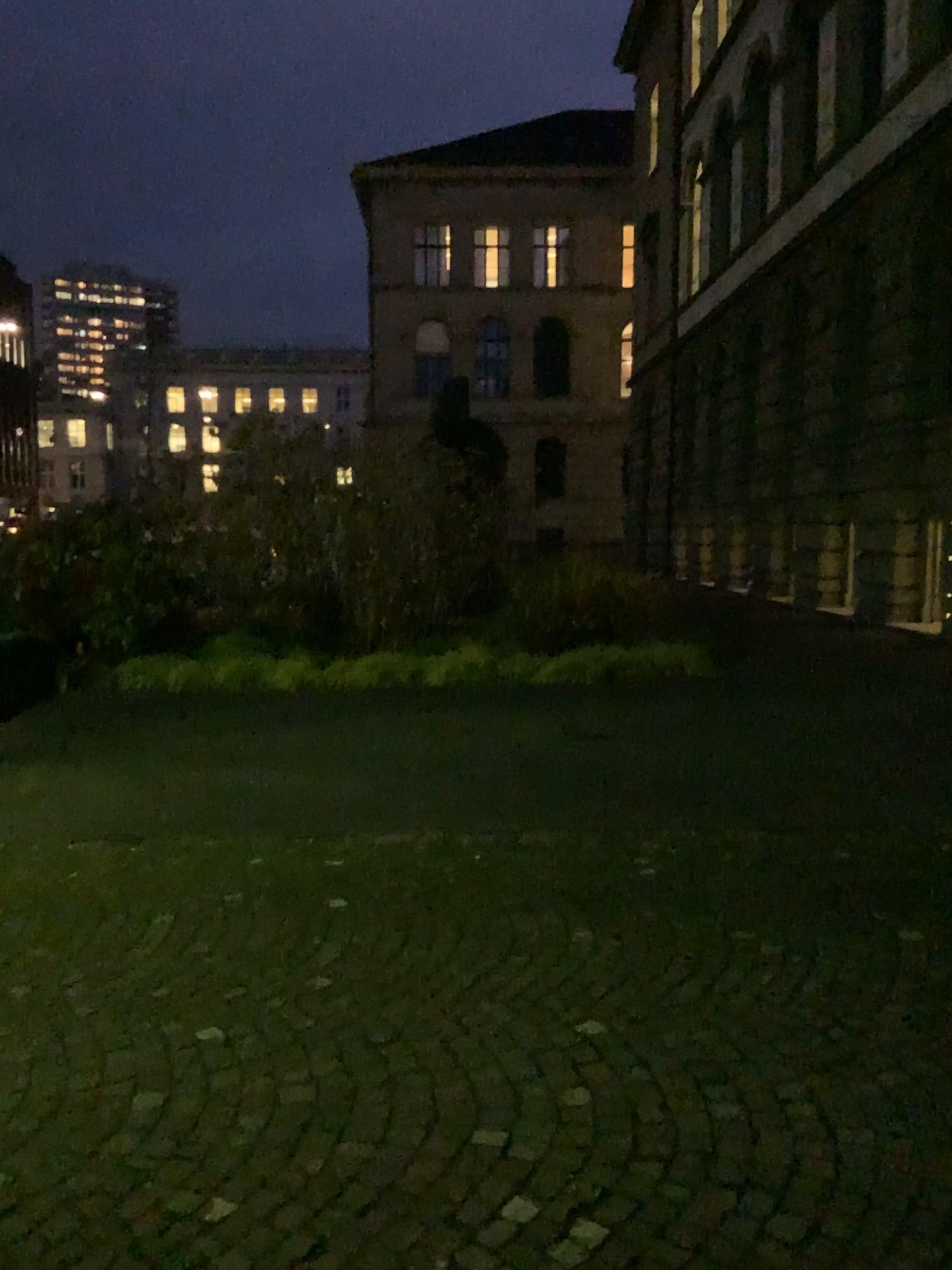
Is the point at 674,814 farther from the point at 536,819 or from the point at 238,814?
the point at 238,814
